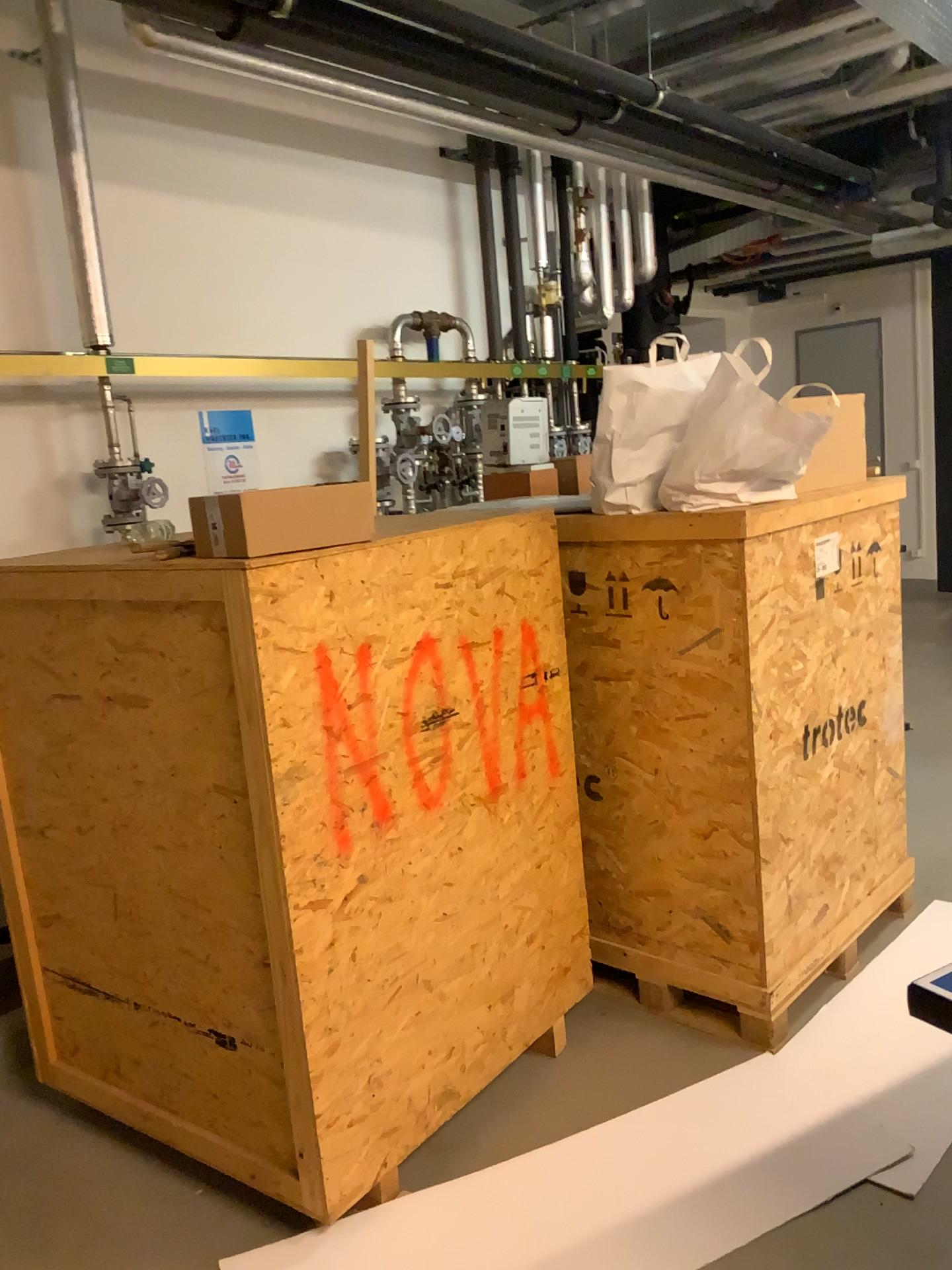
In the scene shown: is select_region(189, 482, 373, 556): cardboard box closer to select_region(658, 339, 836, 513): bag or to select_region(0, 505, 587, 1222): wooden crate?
select_region(0, 505, 587, 1222): wooden crate

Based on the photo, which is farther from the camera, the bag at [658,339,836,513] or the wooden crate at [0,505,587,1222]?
the bag at [658,339,836,513]

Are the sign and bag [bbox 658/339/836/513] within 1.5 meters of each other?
no

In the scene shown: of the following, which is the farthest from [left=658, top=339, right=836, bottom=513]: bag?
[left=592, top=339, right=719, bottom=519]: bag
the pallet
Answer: the pallet

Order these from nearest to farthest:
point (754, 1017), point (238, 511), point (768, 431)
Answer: point (238, 511), point (768, 431), point (754, 1017)

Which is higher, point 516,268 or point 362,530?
point 516,268

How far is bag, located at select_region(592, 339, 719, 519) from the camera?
2.6m

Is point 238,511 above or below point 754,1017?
above

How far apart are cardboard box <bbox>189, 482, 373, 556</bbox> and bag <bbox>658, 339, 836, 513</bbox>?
0.9 meters

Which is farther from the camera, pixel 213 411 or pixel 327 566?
pixel 213 411
